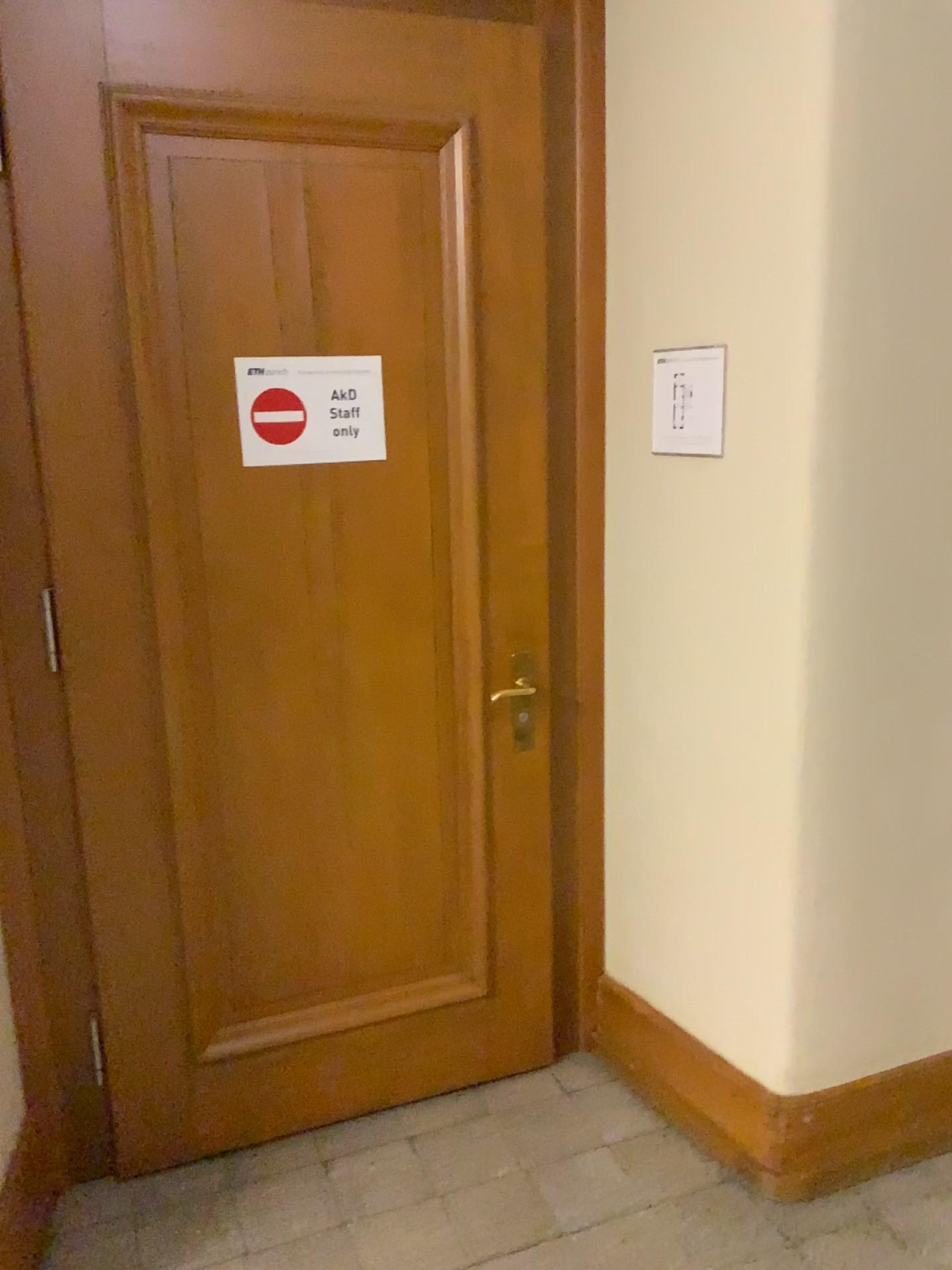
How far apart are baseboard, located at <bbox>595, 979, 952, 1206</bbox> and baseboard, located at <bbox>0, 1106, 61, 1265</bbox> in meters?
1.3 m

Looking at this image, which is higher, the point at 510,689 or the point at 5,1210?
the point at 510,689

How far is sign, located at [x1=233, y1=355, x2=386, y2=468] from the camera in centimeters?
209cm

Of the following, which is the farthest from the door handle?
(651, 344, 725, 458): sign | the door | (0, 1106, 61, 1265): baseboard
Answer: (0, 1106, 61, 1265): baseboard

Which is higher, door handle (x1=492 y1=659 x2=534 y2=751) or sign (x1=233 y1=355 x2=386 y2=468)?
sign (x1=233 y1=355 x2=386 y2=468)

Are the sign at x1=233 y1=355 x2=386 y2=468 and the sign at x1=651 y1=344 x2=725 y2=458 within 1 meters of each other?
yes

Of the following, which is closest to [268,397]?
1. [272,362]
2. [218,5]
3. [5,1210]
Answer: [272,362]

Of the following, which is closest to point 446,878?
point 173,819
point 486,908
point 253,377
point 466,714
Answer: point 486,908

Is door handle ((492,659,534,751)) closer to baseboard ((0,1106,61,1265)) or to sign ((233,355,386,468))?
sign ((233,355,386,468))

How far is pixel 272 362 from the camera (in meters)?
2.09
